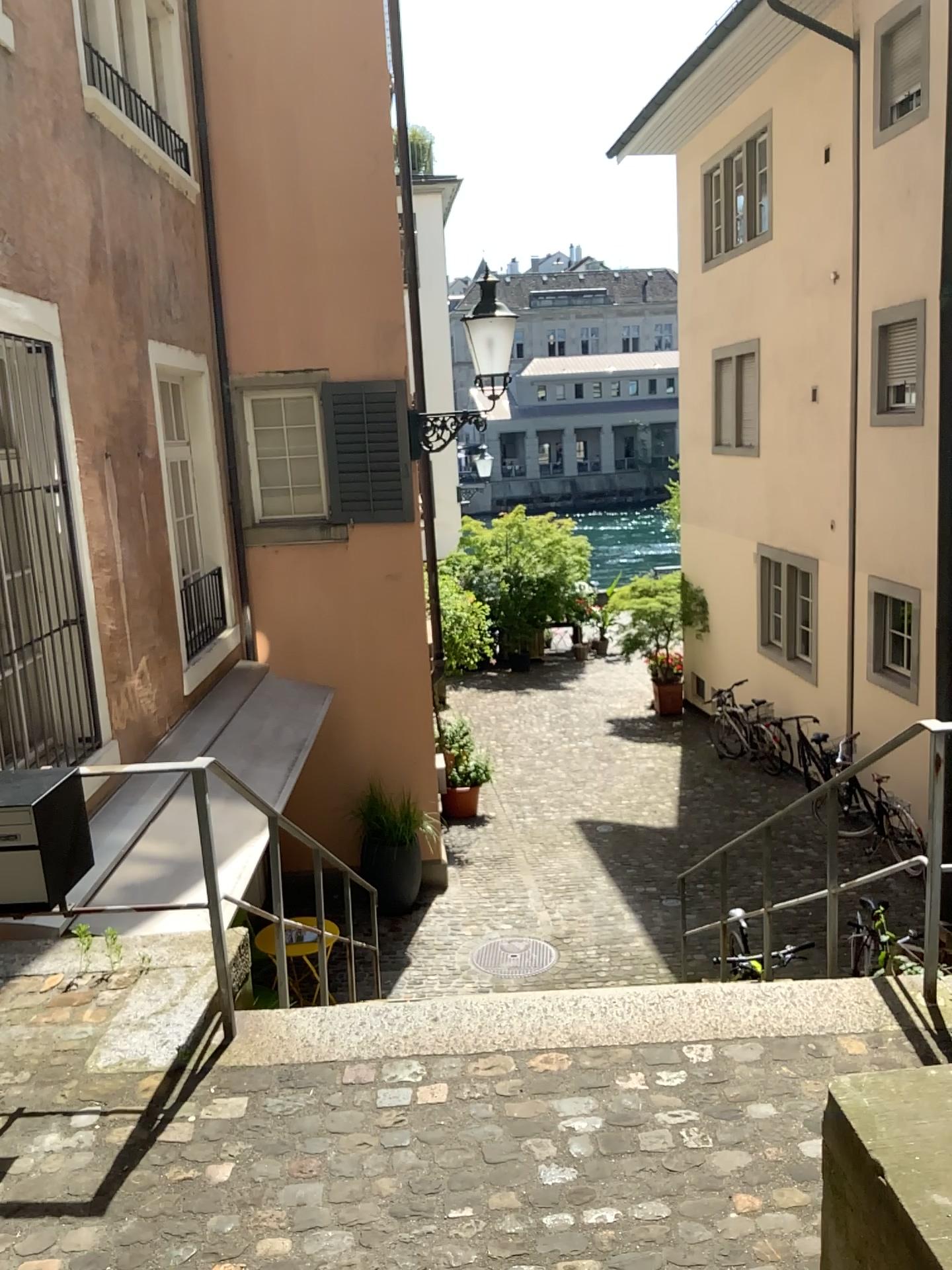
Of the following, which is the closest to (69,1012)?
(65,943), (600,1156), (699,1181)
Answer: (65,943)
